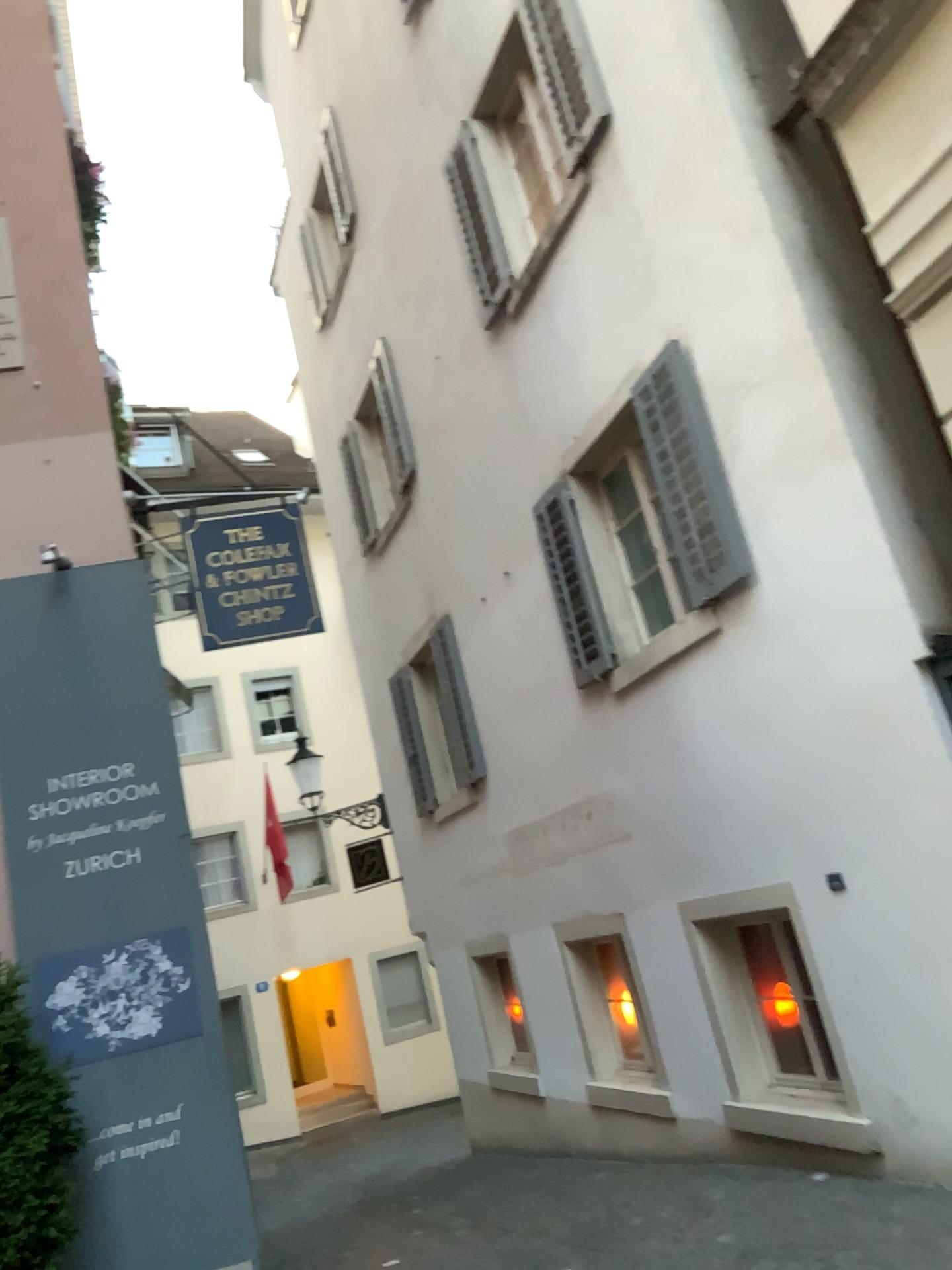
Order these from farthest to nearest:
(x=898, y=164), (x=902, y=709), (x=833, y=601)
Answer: (x=833, y=601) → (x=902, y=709) → (x=898, y=164)
